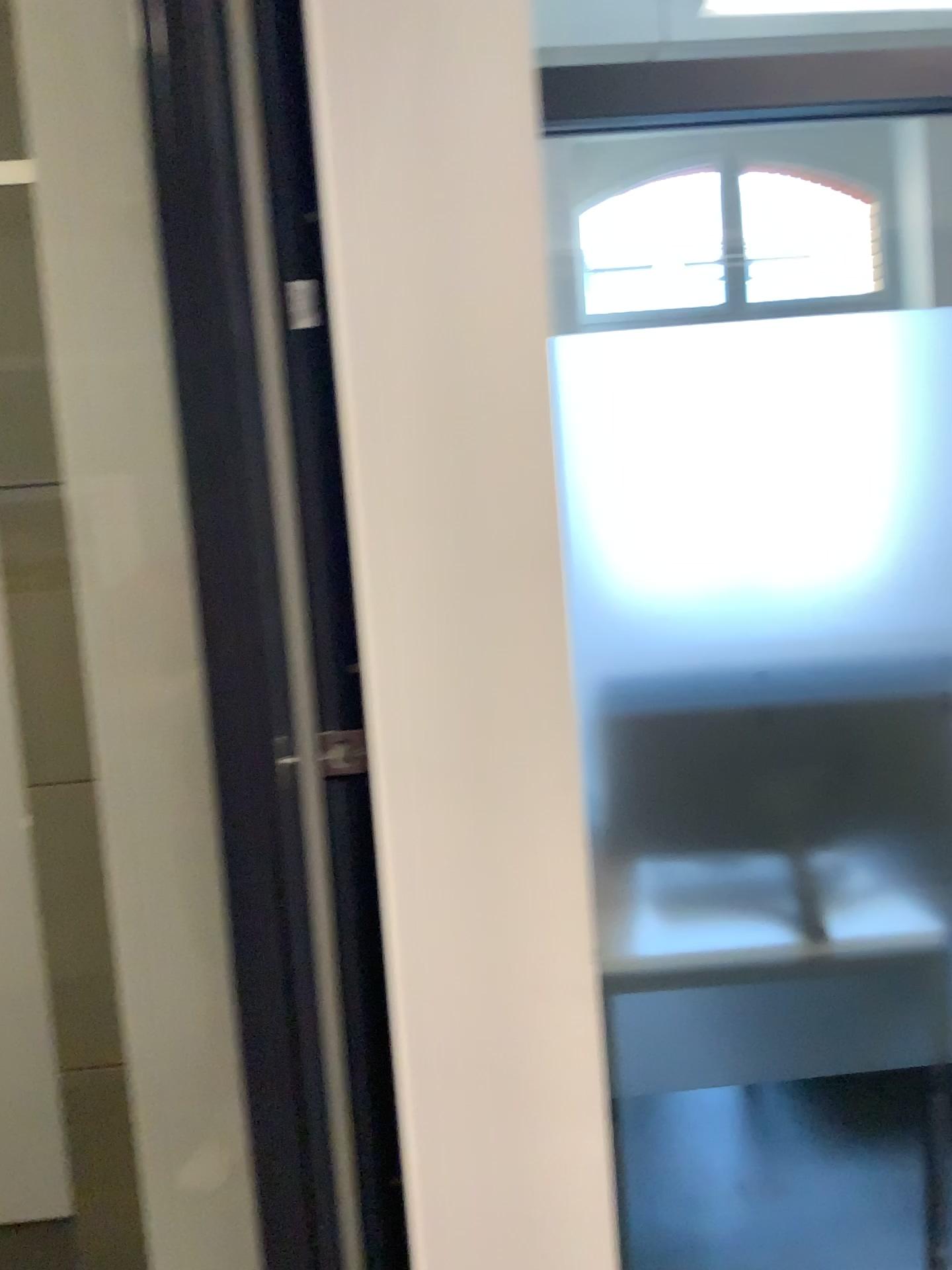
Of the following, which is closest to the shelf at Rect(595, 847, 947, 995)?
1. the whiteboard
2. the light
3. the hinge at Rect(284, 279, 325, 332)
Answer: the light

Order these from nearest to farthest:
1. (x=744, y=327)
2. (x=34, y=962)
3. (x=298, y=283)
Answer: (x=298, y=283) < (x=744, y=327) < (x=34, y=962)

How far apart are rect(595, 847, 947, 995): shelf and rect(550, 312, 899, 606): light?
0.42m

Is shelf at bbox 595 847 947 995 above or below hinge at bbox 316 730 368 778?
below

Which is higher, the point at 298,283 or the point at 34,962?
the point at 298,283

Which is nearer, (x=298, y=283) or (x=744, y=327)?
(x=298, y=283)

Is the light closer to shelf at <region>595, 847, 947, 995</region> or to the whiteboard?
shelf at <region>595, 847, 947, 995</region>

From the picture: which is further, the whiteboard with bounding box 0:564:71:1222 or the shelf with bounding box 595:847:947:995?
the whiteboard with bounding box 0:564:71:1222

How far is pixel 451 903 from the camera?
1.3 meters

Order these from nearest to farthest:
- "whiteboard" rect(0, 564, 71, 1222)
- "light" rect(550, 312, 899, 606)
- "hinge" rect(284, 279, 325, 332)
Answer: "hinge" rect(284, 279, 325, 332)
"light" rect(550, 312, 899, 606)
"whiteboard" rect(0, 564, 71, 1222)
